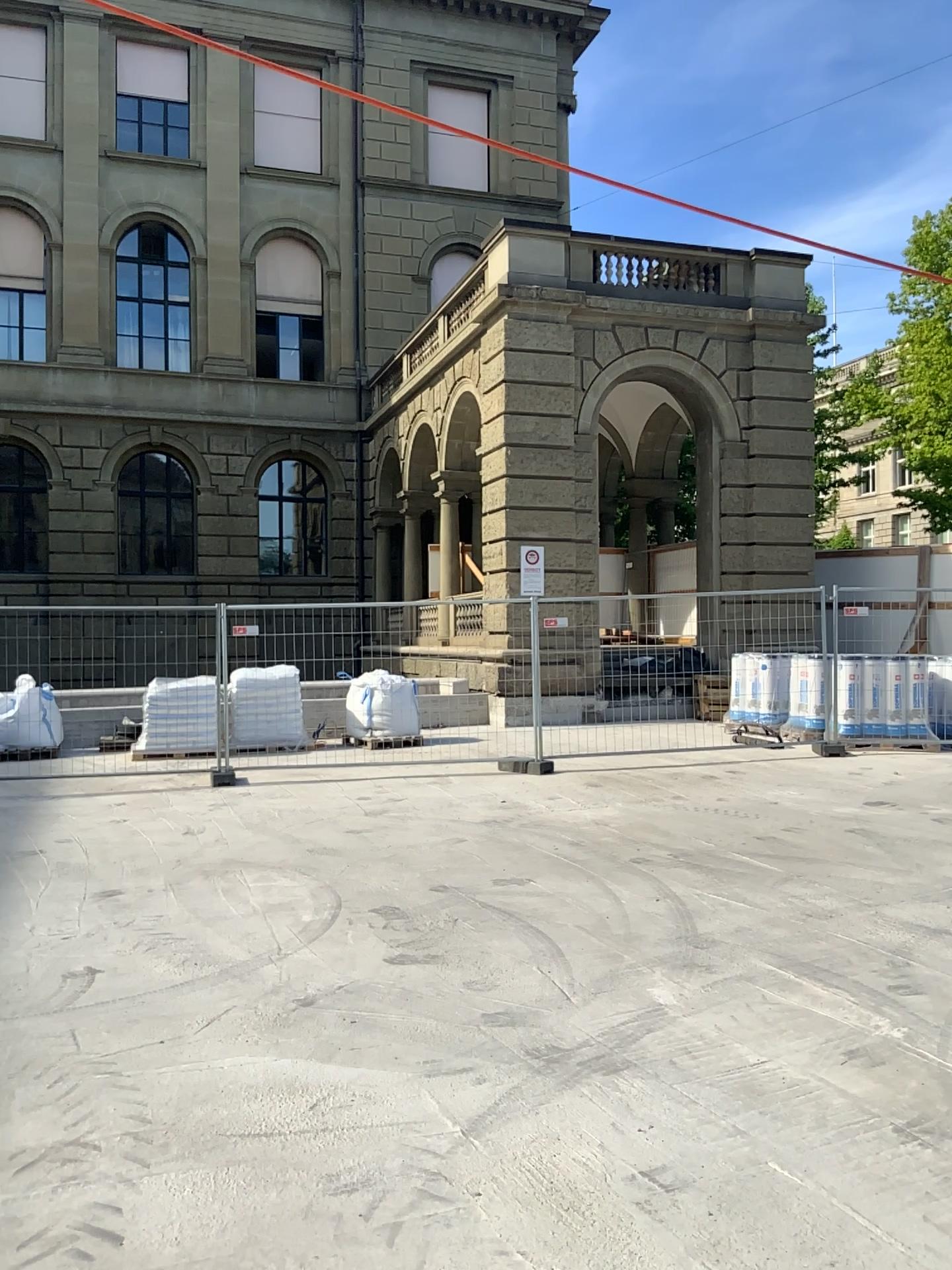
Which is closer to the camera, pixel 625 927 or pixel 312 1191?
pixel 312 1191
